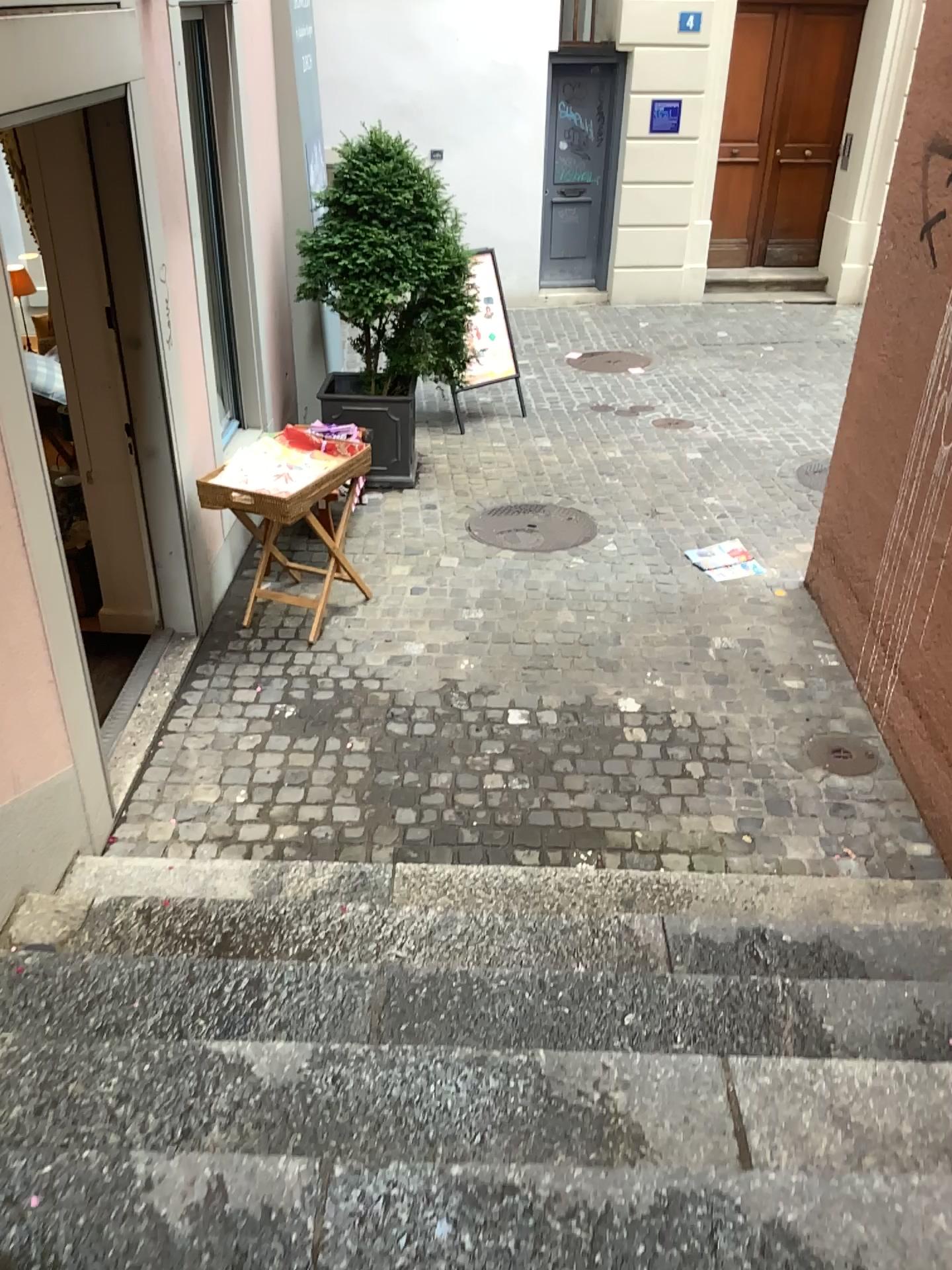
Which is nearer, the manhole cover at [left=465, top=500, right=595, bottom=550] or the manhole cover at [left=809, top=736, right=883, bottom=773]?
the manhole cover at [left=809, top=736, right=883, bottom=773]

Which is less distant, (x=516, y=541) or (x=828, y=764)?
(x=828, y=764)

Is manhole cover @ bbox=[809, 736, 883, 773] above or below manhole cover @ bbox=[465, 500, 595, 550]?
below

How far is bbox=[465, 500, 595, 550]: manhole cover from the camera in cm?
542

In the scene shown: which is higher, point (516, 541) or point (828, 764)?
point (516, 541)

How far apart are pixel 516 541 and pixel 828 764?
2.1 meters

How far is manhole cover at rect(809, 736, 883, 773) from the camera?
3.9m

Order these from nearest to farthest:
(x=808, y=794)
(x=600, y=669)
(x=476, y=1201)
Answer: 1. (x=476, y=1201)
2. (x=808, y=794)
3. (x=600, y=669)

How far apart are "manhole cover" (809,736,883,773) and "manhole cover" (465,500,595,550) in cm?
181
